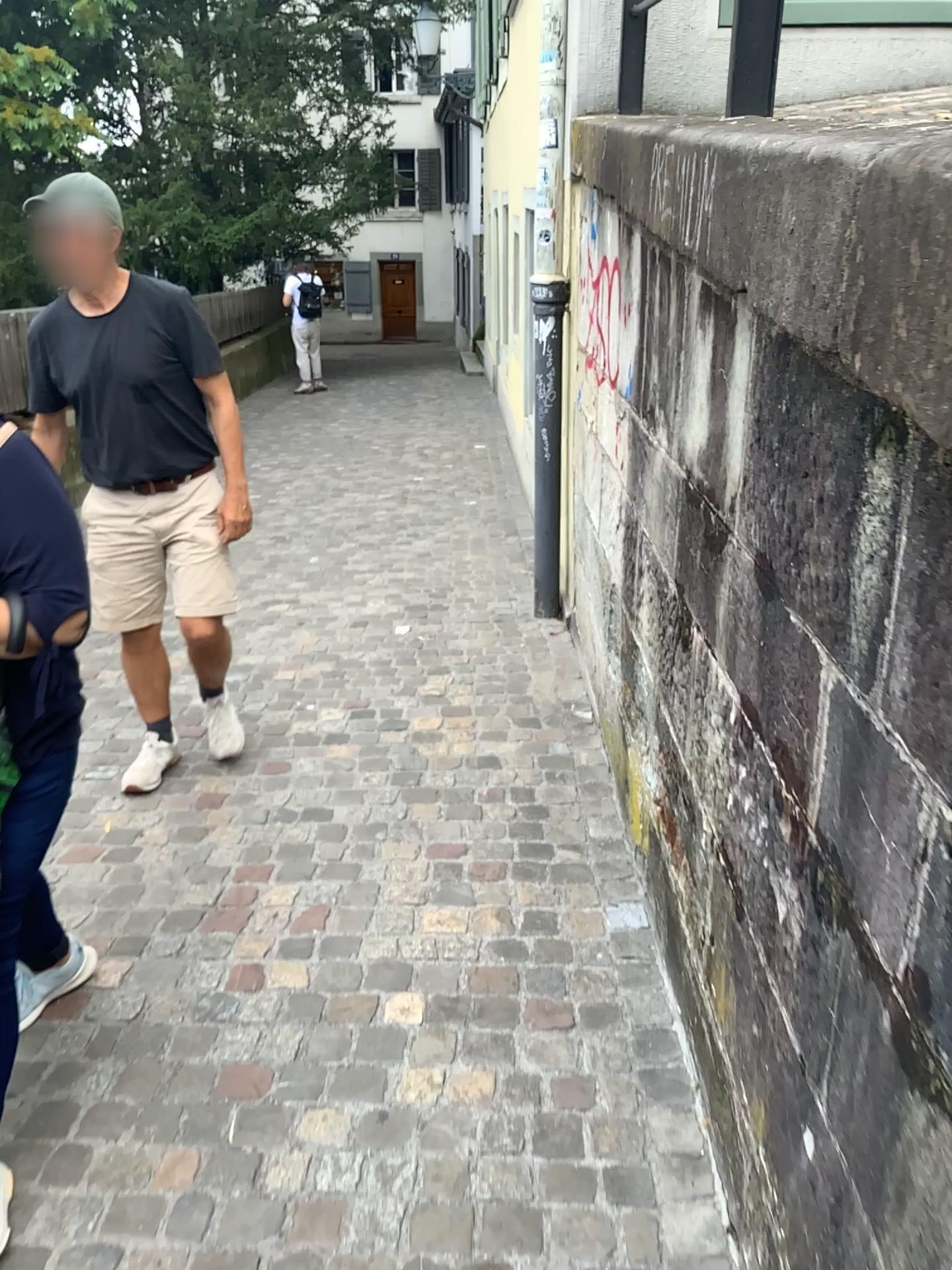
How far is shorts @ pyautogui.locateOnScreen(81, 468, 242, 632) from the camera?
2.9 meters

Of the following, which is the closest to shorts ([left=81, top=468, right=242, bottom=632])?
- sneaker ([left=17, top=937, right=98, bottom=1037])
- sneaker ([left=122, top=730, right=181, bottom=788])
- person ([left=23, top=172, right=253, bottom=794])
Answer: person ([left=23, top=172, right=253, bottom=794])

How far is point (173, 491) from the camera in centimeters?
286cm

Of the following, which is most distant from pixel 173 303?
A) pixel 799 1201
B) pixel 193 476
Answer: pixel 799 1201

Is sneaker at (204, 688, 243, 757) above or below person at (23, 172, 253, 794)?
below

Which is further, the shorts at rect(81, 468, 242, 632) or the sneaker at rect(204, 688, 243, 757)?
the sneaker at rect(204, 688, 243, 757)

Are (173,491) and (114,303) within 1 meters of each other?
yes

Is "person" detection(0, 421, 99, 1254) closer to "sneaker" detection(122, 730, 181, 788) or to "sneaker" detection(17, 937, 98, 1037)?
"sneaker" detection(17, 937, 98, 1037)

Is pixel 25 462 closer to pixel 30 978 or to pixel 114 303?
pixel 30 978

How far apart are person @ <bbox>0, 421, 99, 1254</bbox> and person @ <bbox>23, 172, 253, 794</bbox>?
1.2m
